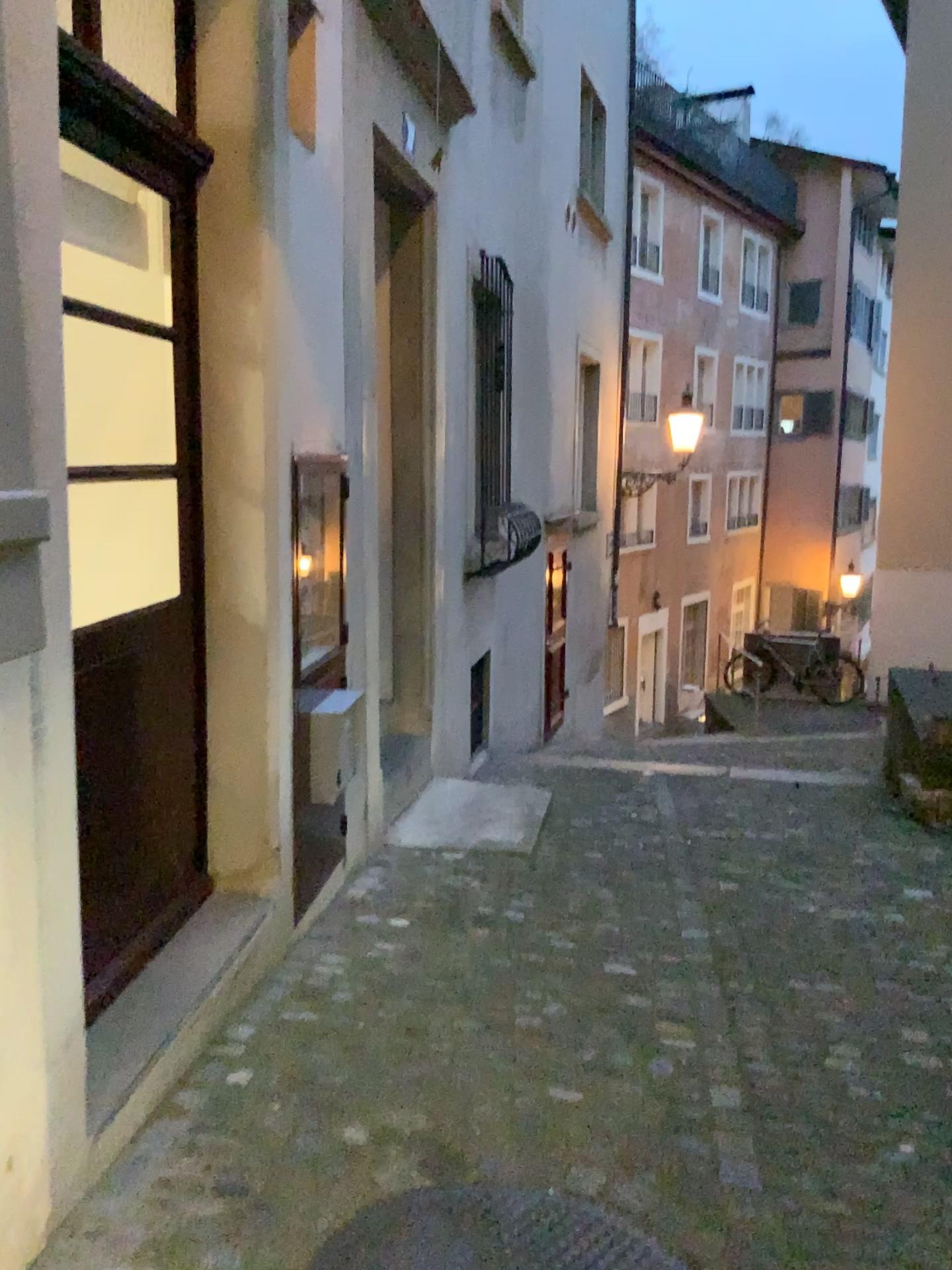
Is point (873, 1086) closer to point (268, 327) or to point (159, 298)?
point (268, 327)

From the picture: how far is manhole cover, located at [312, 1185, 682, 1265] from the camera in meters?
1.9 m

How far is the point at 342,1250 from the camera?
1.93m
